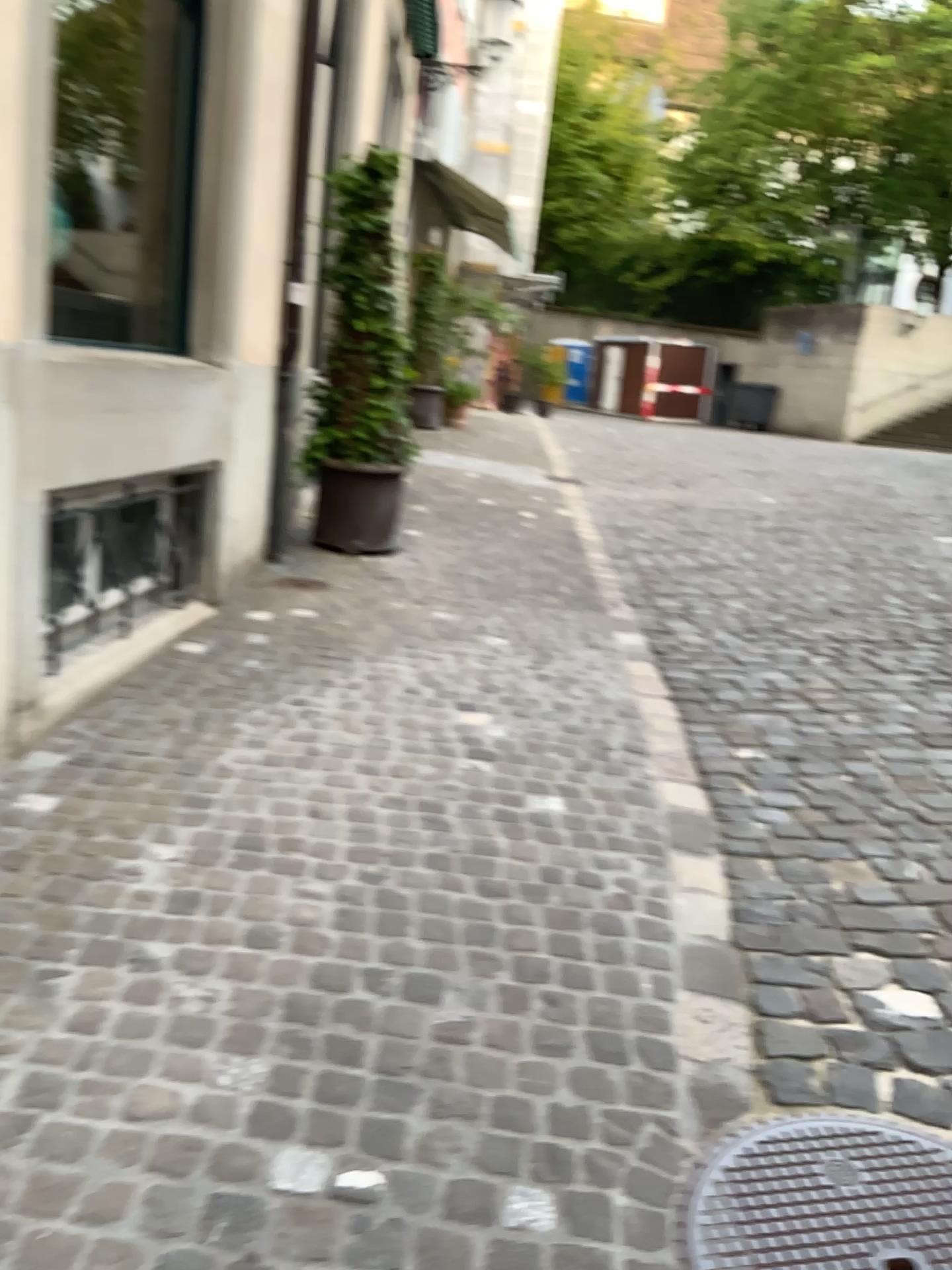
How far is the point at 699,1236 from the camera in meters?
1.8

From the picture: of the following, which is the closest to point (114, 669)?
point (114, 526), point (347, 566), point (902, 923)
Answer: point (114, 526)

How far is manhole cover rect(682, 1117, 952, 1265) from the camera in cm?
179
